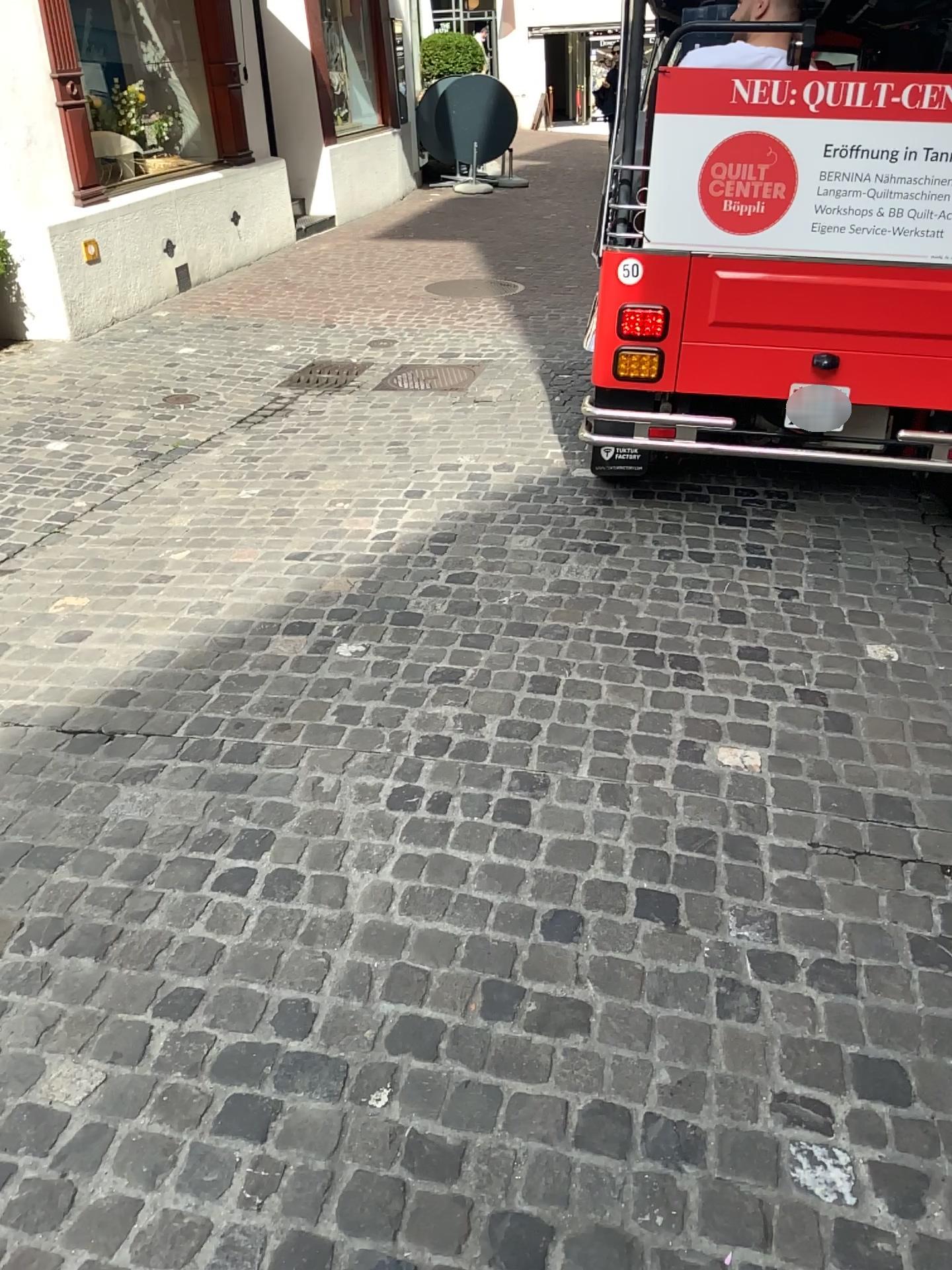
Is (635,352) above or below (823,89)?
below

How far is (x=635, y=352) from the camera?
3.5m

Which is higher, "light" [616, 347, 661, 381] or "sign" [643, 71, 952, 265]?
"sign" [643, 71, 952, 265]

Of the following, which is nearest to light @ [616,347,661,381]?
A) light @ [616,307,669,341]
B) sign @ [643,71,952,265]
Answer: light @ [616,307,669,341]

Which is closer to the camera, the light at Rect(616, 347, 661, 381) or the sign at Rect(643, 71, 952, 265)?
the sign at Rect(643, 71, 952, 265)

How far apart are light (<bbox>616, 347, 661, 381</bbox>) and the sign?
0.4m

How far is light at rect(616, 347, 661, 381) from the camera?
3.46m

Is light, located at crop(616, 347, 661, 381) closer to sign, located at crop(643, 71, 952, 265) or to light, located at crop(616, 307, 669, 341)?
light, located at crop(616, 307, 669, 341)

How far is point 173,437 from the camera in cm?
493

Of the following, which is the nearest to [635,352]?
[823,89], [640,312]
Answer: [640,312]
